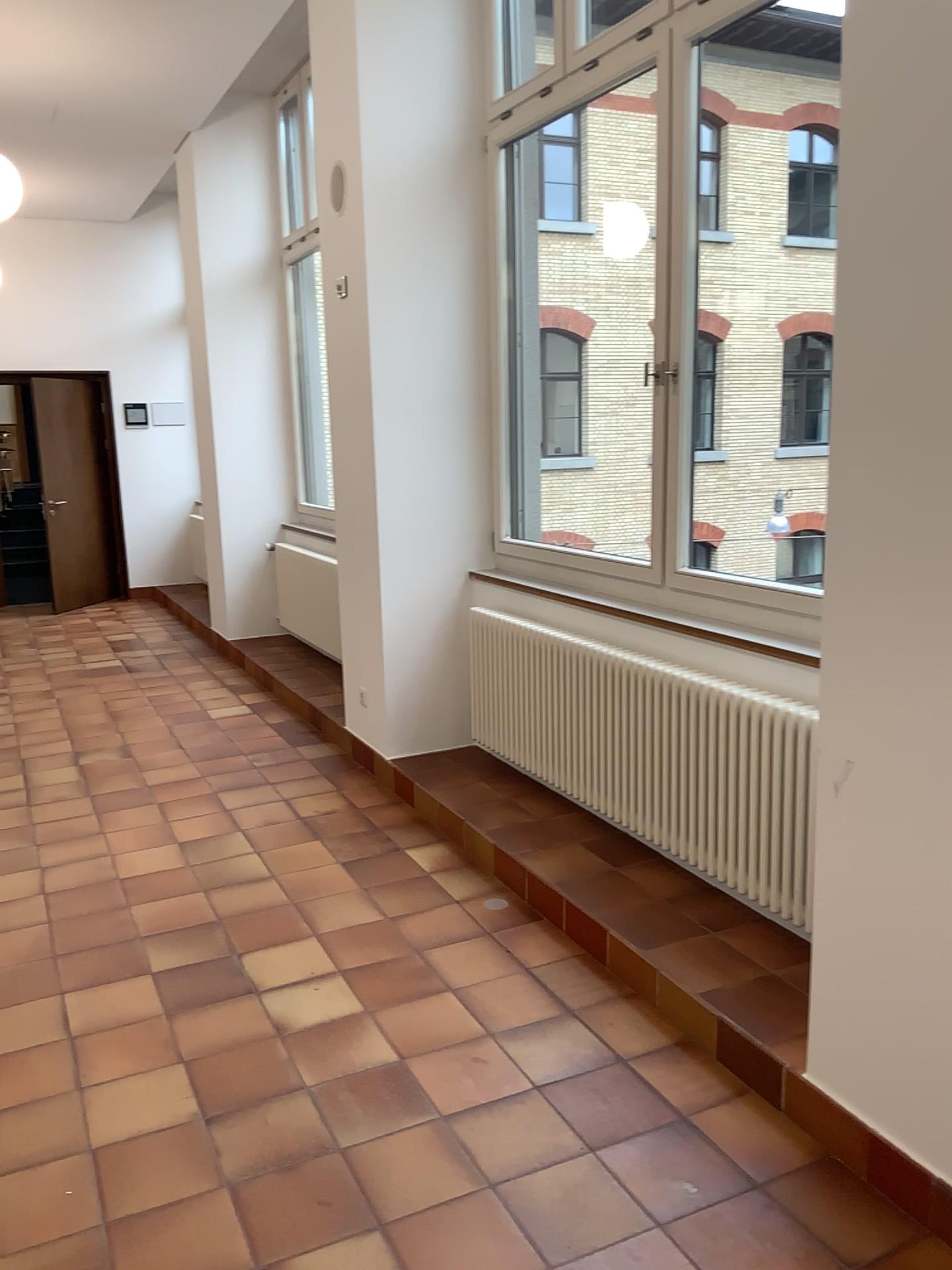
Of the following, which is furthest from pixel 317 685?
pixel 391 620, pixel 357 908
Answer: pixel 357 908

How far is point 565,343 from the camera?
4.78m

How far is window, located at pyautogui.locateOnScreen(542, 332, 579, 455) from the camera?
4.8m
